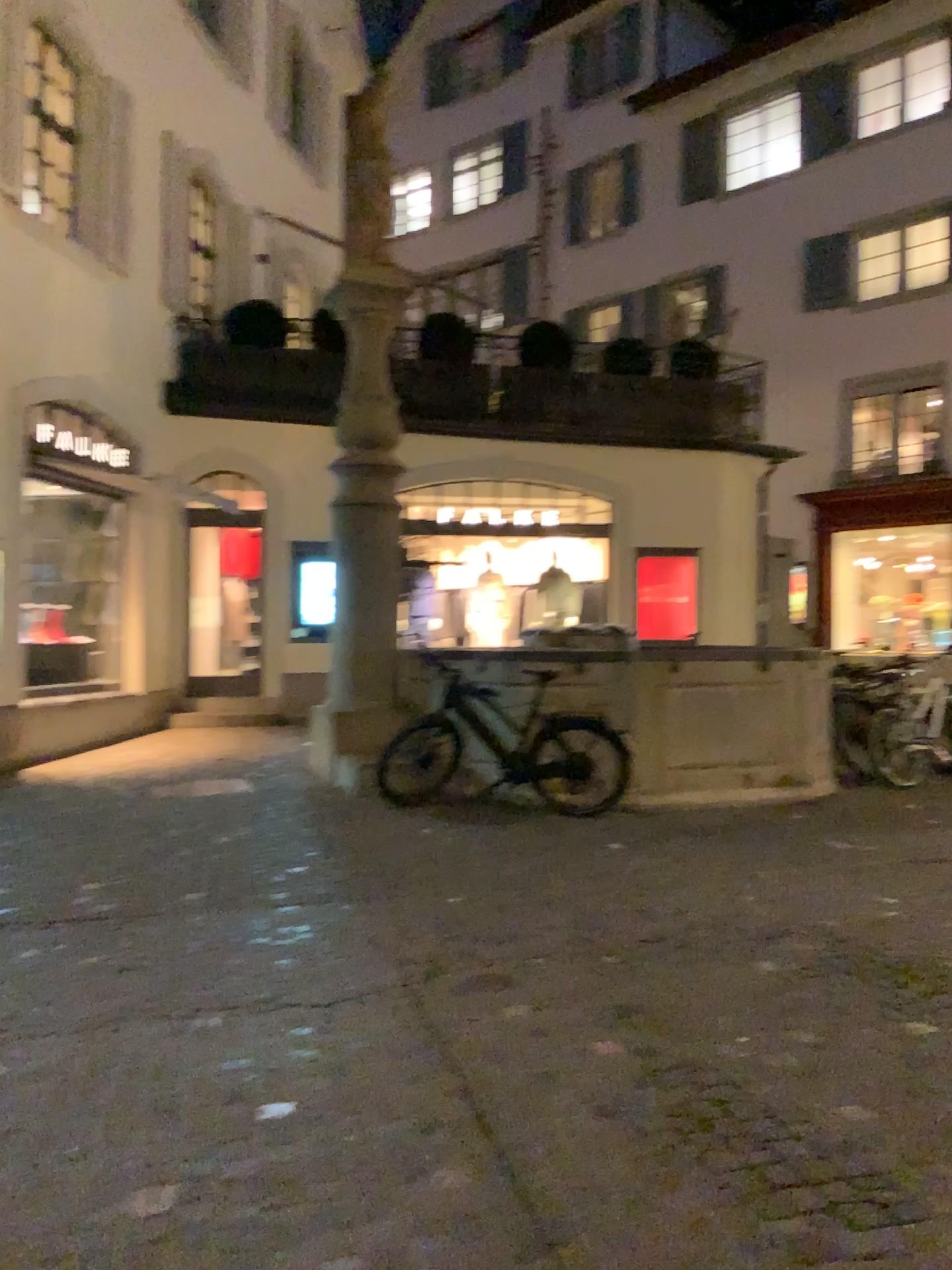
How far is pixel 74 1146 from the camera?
2.6m
